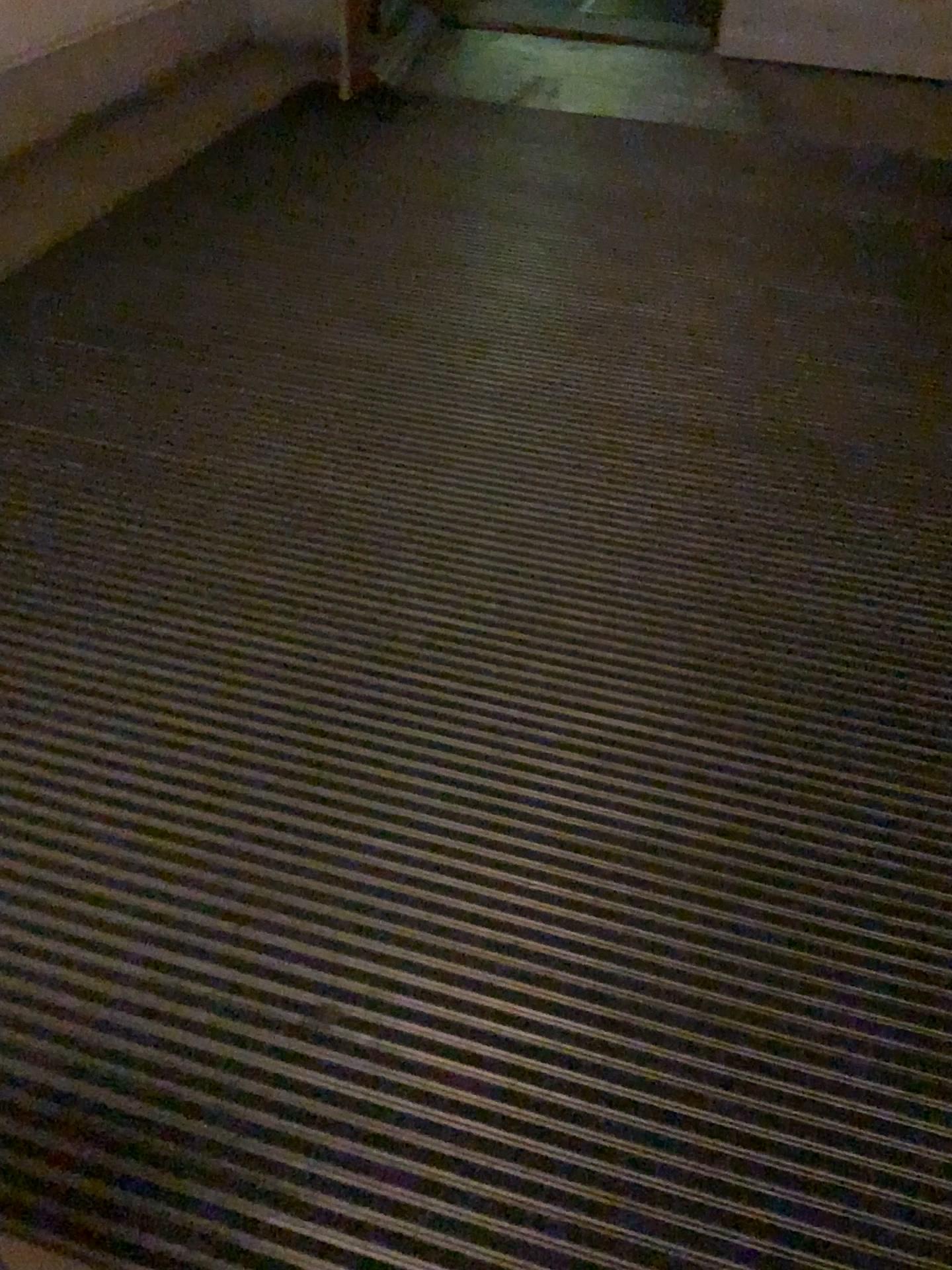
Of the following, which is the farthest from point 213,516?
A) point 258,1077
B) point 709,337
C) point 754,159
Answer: point 754,159
